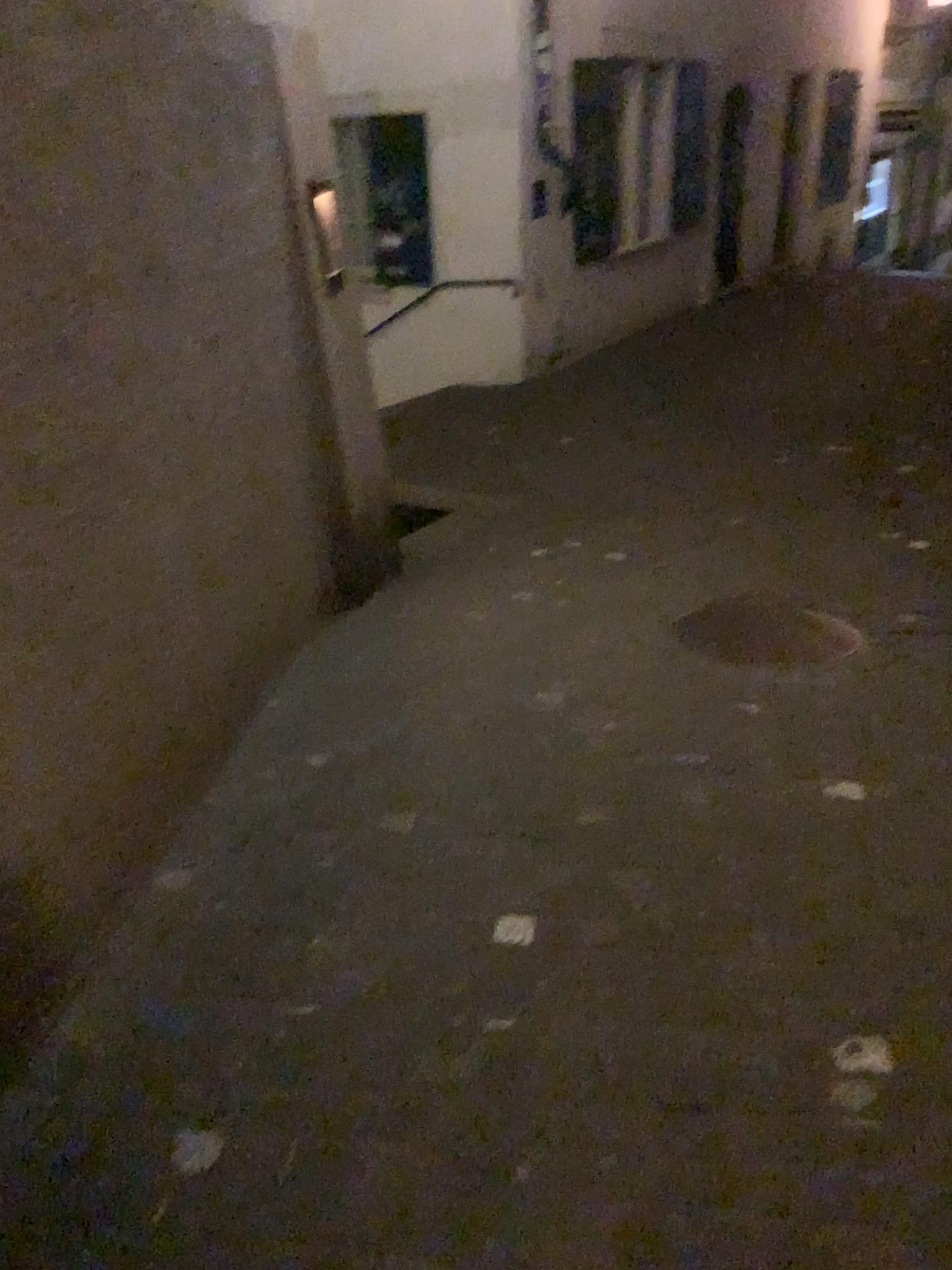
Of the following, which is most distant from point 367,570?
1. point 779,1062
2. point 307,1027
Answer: point 779,1062
